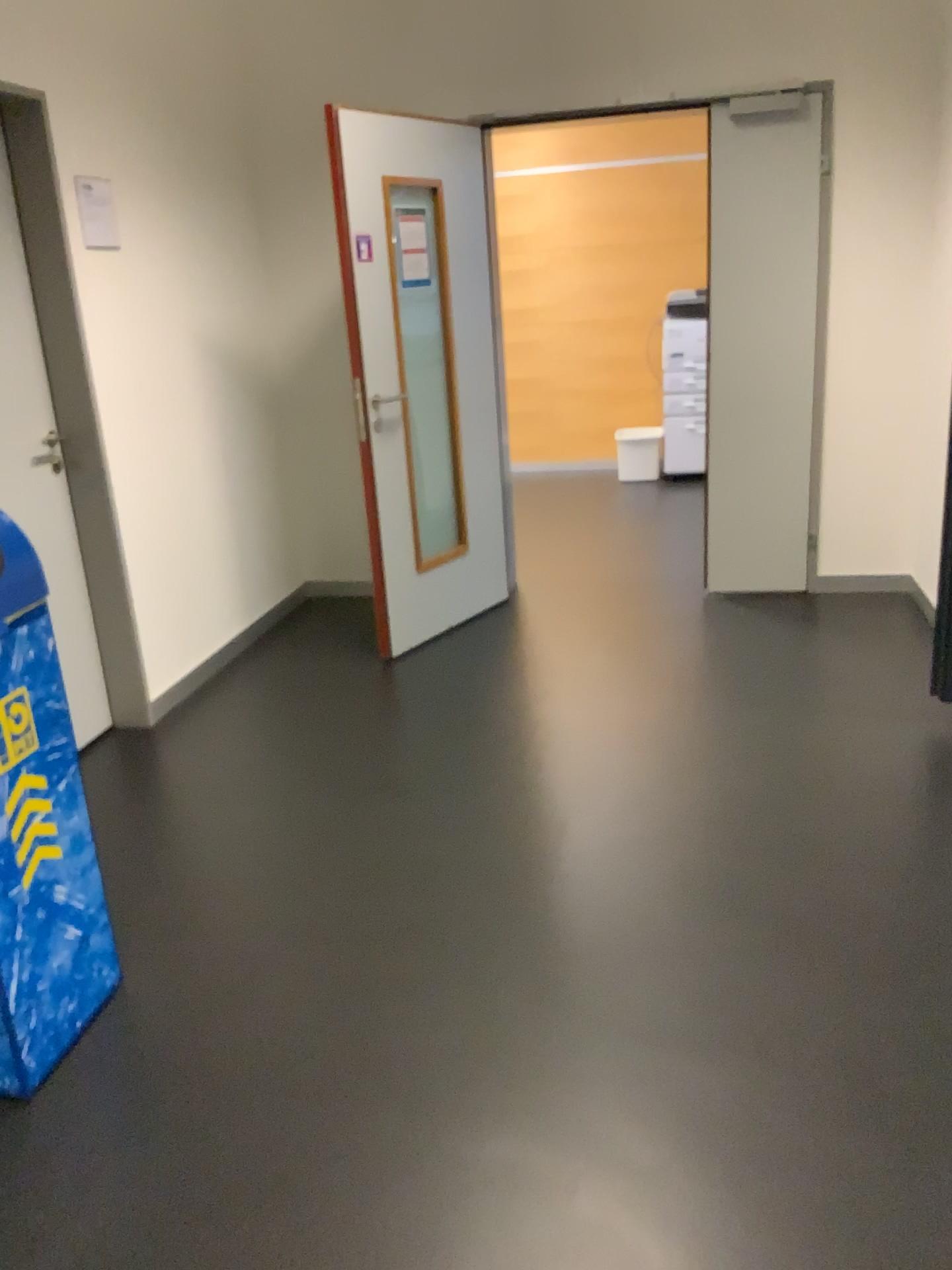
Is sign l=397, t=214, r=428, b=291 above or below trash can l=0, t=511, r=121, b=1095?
above

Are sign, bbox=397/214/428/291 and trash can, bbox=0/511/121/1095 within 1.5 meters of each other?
no

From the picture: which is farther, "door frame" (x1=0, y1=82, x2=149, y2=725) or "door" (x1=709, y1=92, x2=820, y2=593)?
"door" (x1=709, y1=92, x2=820, y2=593)

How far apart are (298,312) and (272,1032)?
3.6m

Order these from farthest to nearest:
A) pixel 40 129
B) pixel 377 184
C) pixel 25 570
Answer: pixel 377 184 < pixel 40 129 < pixel 25 570

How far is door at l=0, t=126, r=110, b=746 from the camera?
3.2m

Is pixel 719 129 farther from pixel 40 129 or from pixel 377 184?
pixel 40 129

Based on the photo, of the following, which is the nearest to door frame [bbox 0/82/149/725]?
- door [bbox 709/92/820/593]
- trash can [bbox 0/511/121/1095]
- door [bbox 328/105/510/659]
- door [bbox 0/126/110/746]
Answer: door [bbox 0/126/110/746]

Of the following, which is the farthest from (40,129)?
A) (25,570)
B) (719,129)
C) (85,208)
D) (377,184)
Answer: (719,129)

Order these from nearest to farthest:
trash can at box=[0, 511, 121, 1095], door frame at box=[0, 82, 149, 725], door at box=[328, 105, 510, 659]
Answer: trash can at box=[0, 511, 121, 1095] < door frame at box=[0, 82, 149, 725] < door at box=[328, 105, 510, 659]
